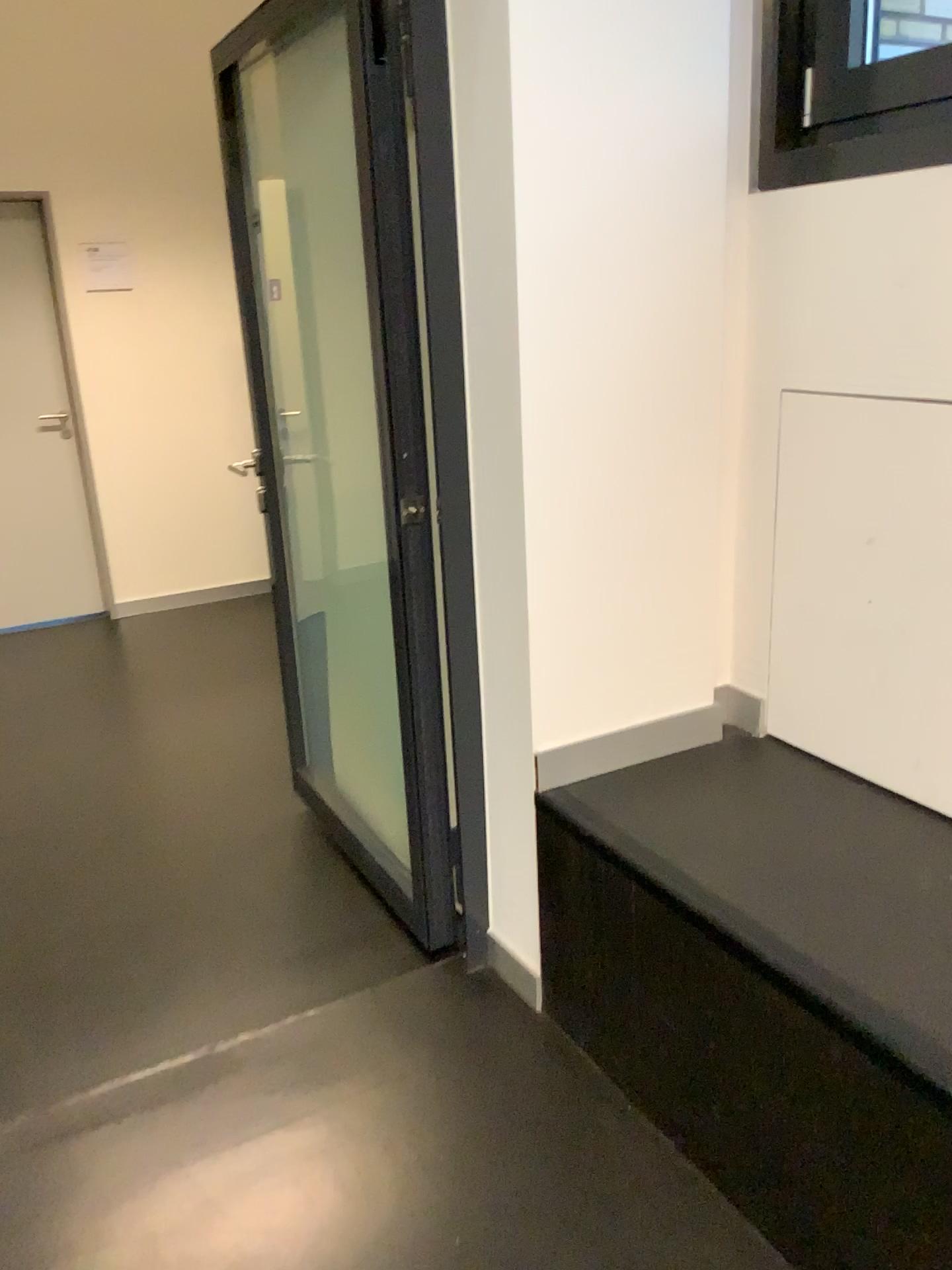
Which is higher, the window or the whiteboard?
the window

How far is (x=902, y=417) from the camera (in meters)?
1.72

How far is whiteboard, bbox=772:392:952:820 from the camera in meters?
1.7

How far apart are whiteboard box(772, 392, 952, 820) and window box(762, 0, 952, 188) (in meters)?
0.38

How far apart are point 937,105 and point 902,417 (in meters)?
0.54

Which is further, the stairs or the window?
the window

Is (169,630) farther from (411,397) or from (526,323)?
(526,323)

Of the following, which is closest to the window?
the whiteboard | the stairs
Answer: the whiteboard

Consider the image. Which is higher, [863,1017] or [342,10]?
[342,10]

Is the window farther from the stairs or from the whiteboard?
the stairs
